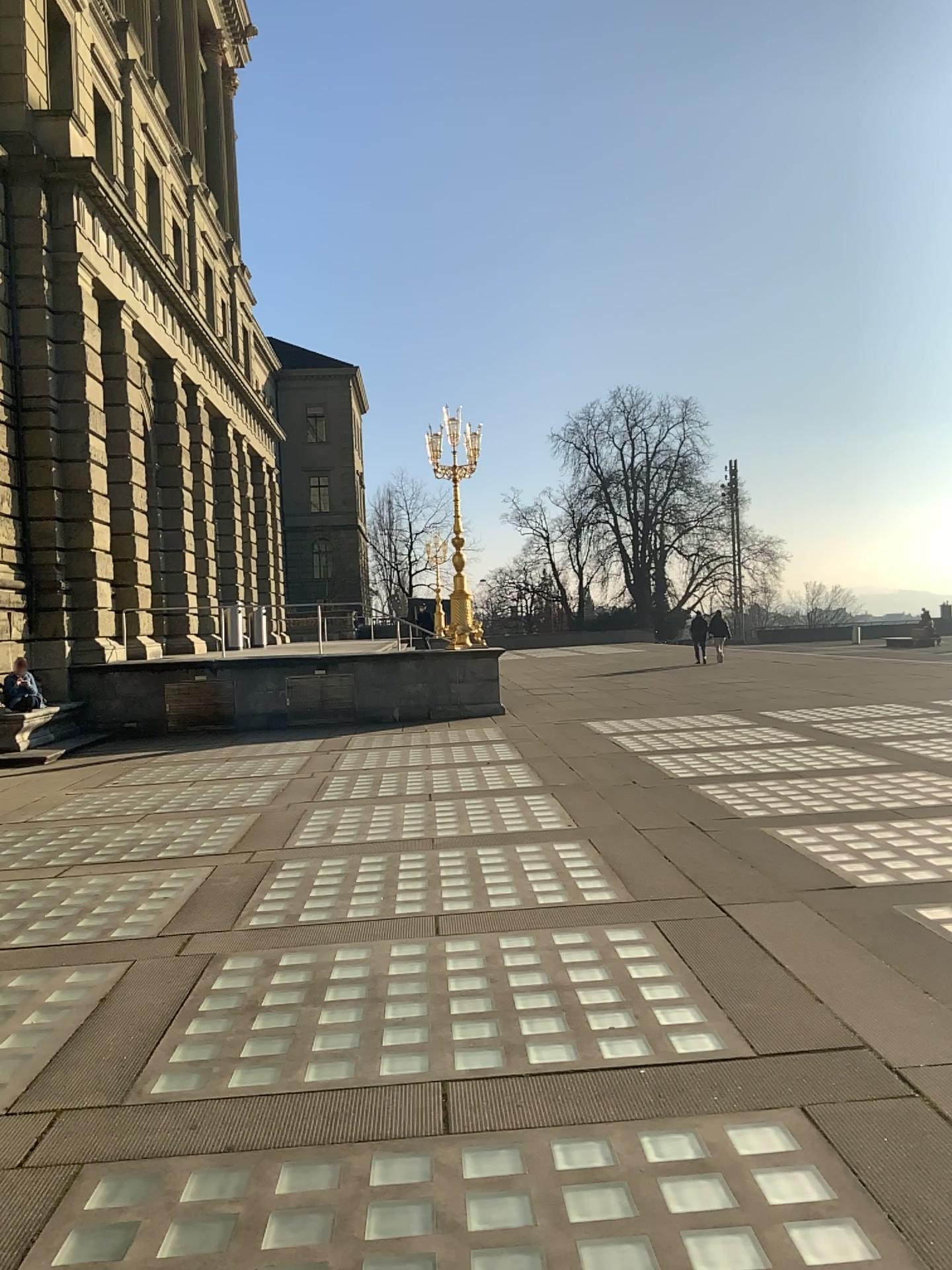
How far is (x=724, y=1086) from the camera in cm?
342
